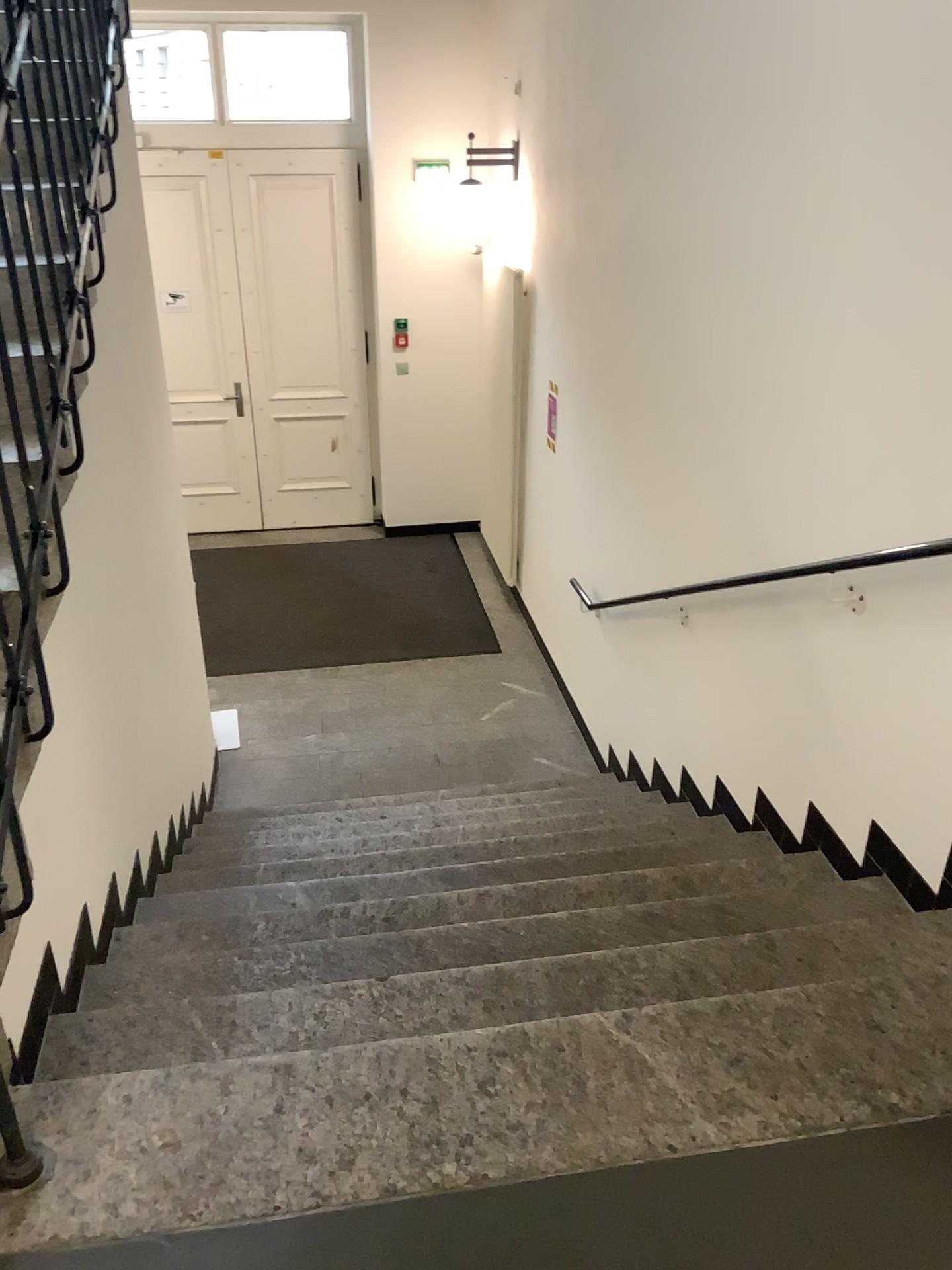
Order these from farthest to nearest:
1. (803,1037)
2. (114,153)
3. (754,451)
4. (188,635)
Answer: (188,635) → (754,451) → (114,153) → (803,1037)
